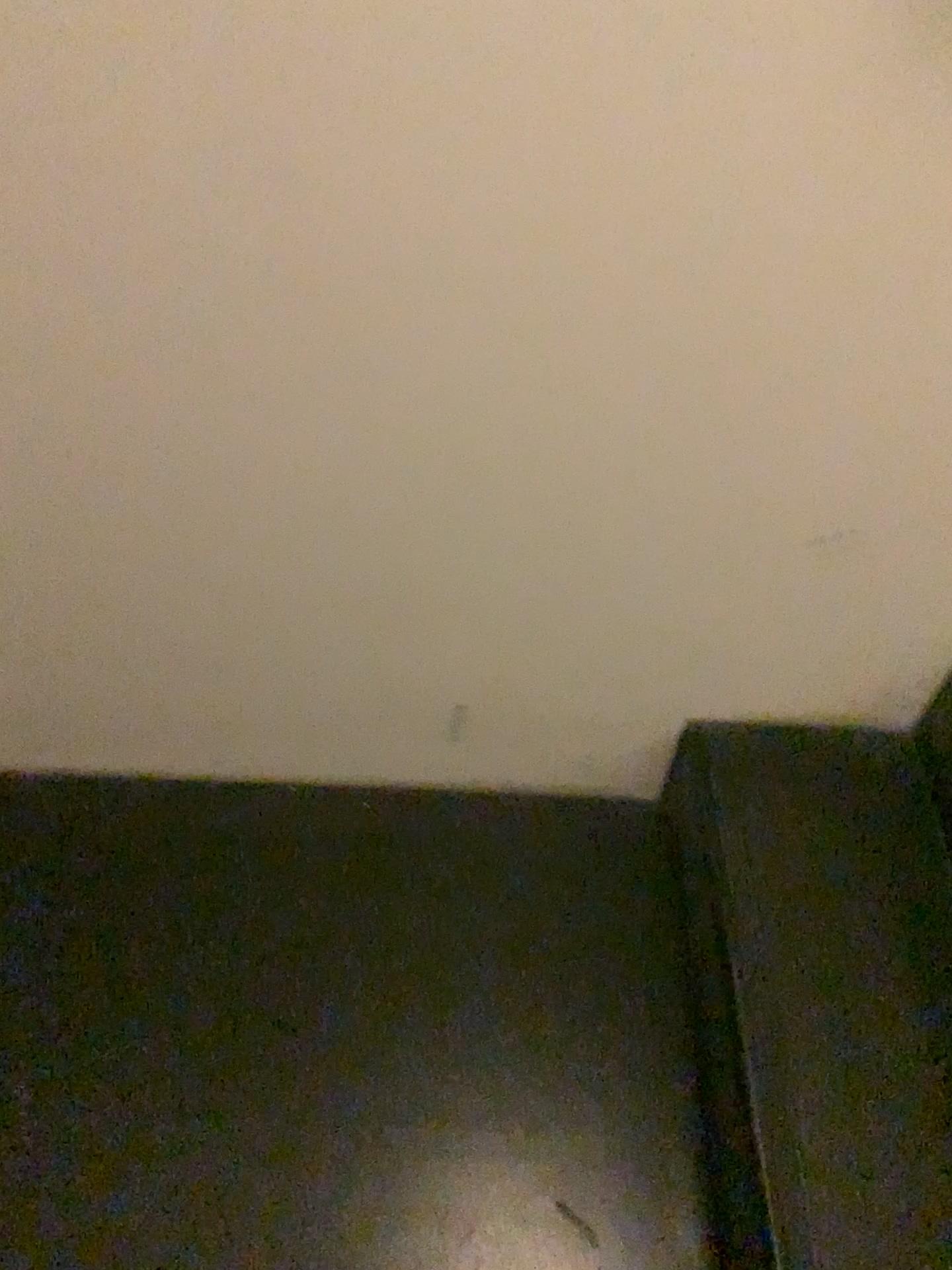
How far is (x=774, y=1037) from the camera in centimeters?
101cm

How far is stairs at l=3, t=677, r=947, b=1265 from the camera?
1.0 meters

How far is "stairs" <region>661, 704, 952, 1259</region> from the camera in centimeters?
94cm

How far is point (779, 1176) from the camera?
0.9 meters

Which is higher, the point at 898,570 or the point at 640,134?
the point at 640,134
